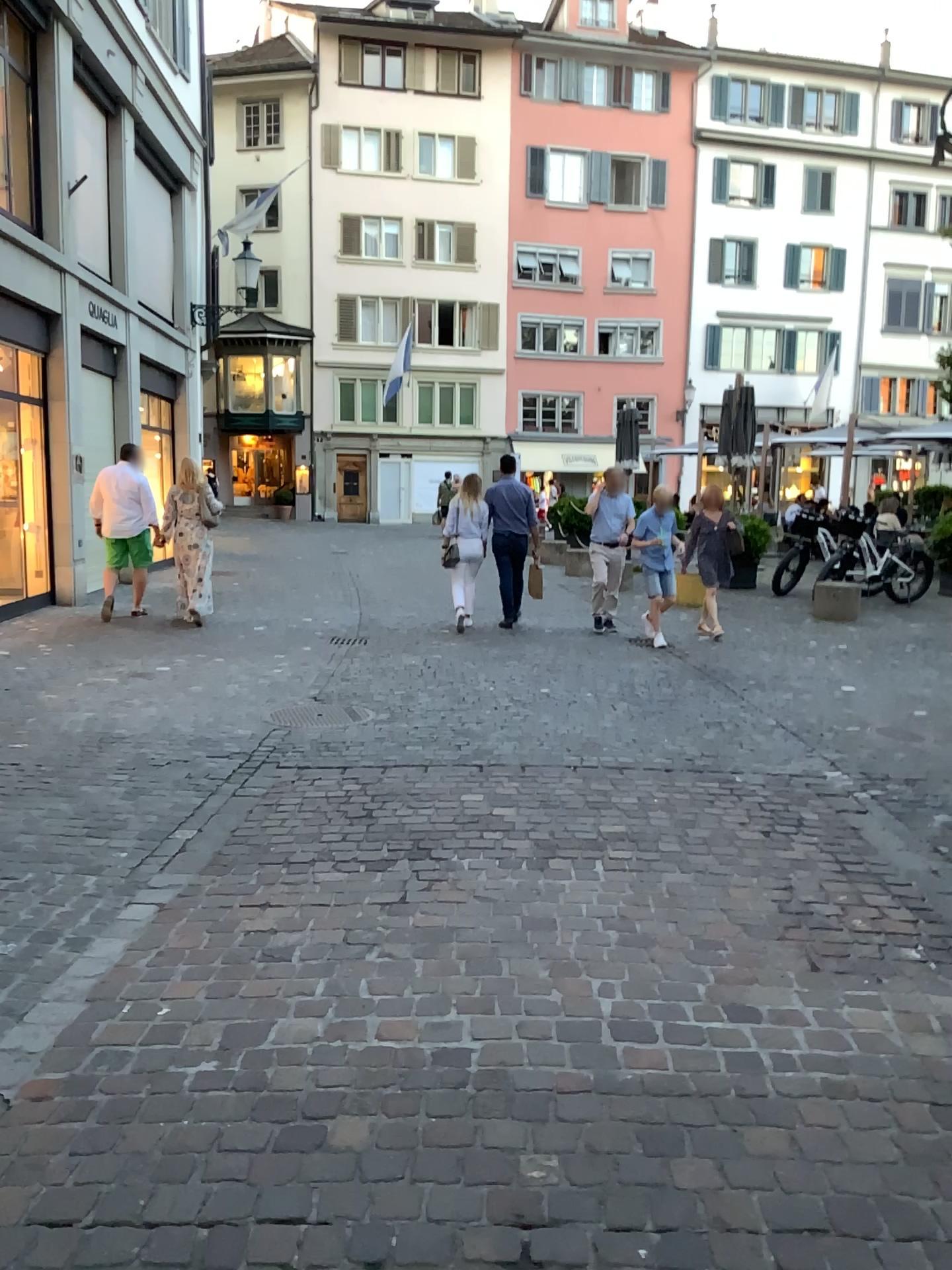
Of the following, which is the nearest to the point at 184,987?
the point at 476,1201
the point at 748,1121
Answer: the point at 476,1201
